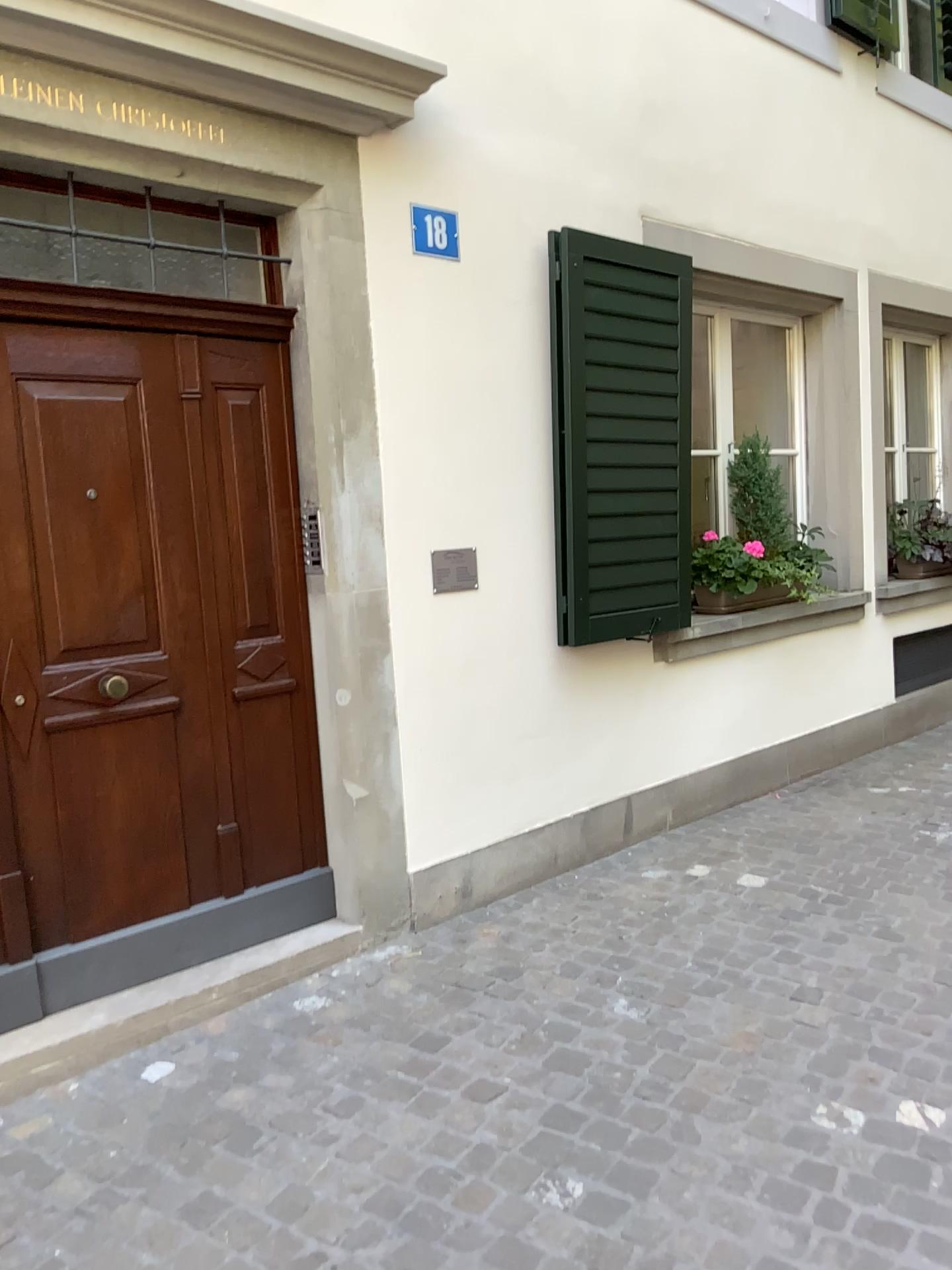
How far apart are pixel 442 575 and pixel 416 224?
1.2 meters

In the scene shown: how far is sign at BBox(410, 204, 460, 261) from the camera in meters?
3.5

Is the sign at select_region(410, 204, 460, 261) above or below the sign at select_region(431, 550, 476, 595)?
above

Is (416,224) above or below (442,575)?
above

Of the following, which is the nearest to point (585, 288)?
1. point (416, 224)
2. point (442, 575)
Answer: point (416, 224)

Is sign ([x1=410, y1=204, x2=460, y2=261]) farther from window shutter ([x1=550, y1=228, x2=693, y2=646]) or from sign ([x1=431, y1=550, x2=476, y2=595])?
sign ([x1=431, y1=550, x2=476, y2=595])

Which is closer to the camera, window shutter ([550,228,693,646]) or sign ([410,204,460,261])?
sign ([410,204,460,261])

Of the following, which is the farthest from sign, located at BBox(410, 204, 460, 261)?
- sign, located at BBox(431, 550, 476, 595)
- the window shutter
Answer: sign, located at BBox(431, 550, 476, 595)

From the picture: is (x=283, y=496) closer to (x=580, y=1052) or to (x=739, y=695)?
(x=580, y=1052)

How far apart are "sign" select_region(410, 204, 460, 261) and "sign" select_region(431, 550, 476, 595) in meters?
1.0 m
